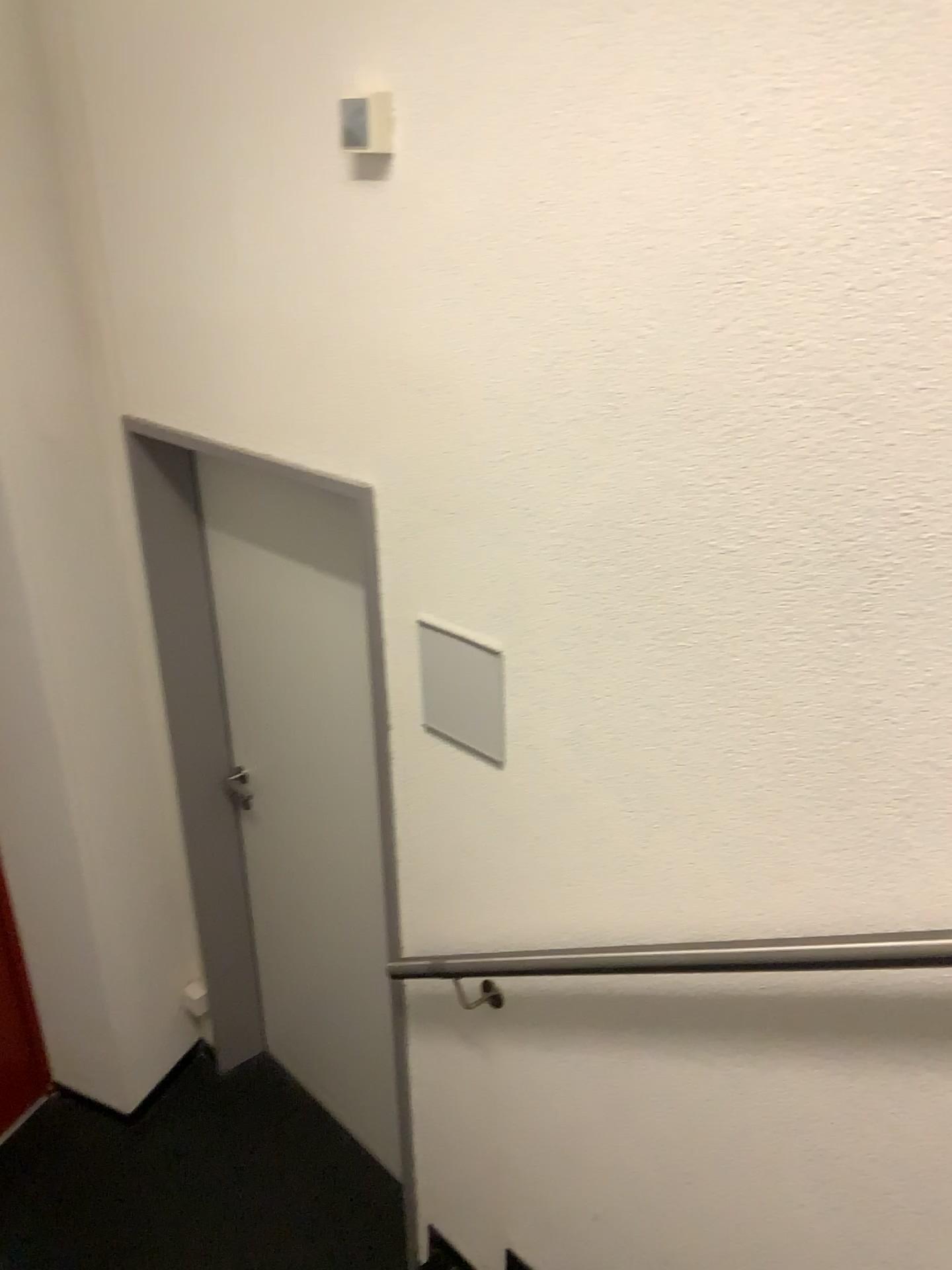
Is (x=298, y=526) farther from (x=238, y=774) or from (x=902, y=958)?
(x=902, y=958)

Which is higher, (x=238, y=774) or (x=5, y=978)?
(x=238, y=774)

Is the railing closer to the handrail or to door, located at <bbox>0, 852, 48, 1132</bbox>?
the handrail

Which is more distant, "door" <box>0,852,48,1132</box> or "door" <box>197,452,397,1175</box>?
"door" <box>0,852,48,1132</box>

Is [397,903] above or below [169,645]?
below

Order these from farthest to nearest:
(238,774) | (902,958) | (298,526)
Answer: (238,774) → (298,526) → (902,958)

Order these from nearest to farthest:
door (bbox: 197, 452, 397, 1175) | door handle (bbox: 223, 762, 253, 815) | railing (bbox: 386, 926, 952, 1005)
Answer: railing (bbox: 386, 926, 952, 1005), door (bbox: 197, 452, 397, 1175), door handle (bbox: 223, 762, 253, 815)

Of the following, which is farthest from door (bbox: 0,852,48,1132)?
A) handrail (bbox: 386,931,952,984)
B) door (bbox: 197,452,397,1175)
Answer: handrail (bbox: 386,931,952,984)

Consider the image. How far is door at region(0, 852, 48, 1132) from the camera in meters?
2.9

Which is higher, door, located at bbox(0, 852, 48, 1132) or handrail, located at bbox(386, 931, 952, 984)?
handrail, located at bbox(386, 931, 952, 984)
